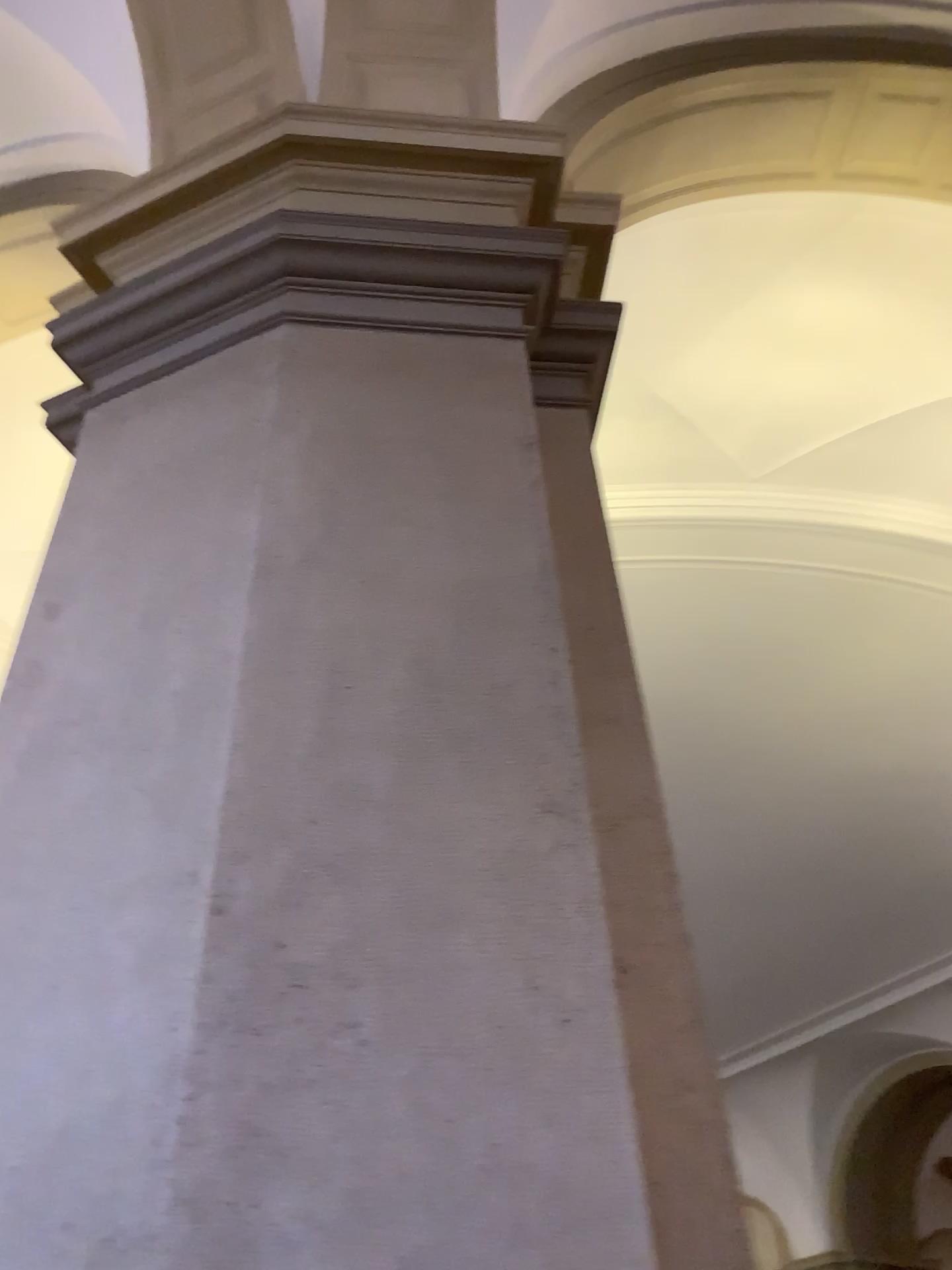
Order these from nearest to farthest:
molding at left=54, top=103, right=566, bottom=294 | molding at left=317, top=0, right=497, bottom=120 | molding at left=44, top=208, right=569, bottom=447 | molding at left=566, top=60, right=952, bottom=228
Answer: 1. molding at left=44, top=208, right=569, bottom=447
2. molding at left=54, top=103, right=566, bottom=294
3. molding at left=317, top=0, right=497, bottom=120
4. molding at left=566, top=60, right=952, bottom=228

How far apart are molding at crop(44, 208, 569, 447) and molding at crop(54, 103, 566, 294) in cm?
29

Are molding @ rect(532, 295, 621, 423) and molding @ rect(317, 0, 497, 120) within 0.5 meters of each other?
no

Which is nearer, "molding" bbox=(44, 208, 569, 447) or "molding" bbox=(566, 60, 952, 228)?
"molding" bbox=(44, 208, 569, 447)

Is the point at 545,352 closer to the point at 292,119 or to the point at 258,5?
the point at 292,119

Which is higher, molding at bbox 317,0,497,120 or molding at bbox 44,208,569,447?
molding at bbox 317,0,497,120

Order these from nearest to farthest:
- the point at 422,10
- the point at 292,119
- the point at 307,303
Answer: the point at 307,303, the point at 292,119, the point at 422,10

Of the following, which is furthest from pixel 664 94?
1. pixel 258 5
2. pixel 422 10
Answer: pixel 258 5

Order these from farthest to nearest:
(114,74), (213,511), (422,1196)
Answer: (114,74)
(213,511)
(422,1196)

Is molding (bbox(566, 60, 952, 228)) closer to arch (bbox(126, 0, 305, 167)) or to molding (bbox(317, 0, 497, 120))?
molding (bbox(317, 0, 497, 120))
